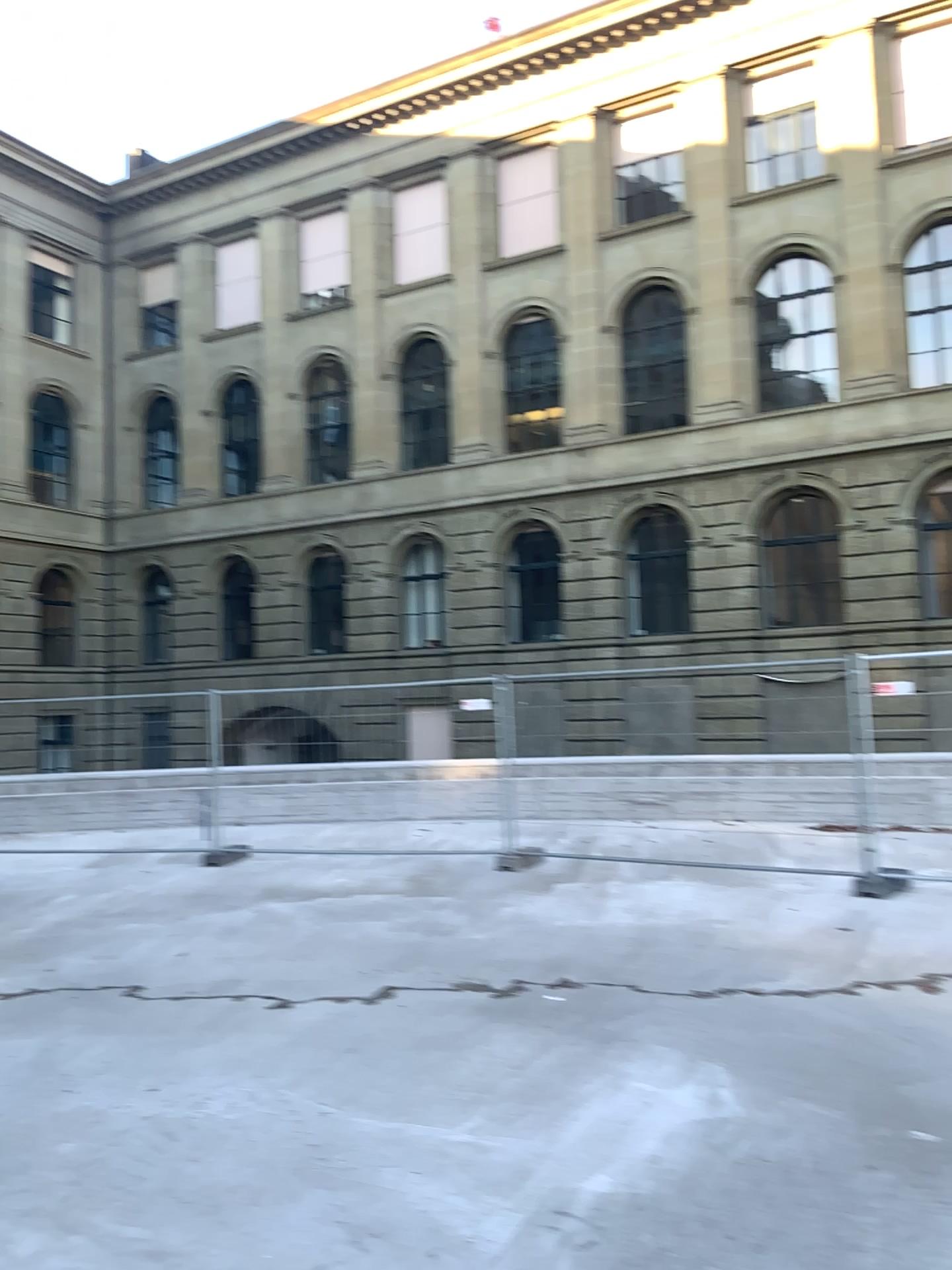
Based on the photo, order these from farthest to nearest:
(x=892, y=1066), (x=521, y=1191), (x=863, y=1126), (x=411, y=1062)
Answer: (x=411, y=1062)
(x=892, y=1066)
(x=863, y=1126)
(x=521, y=1191)
